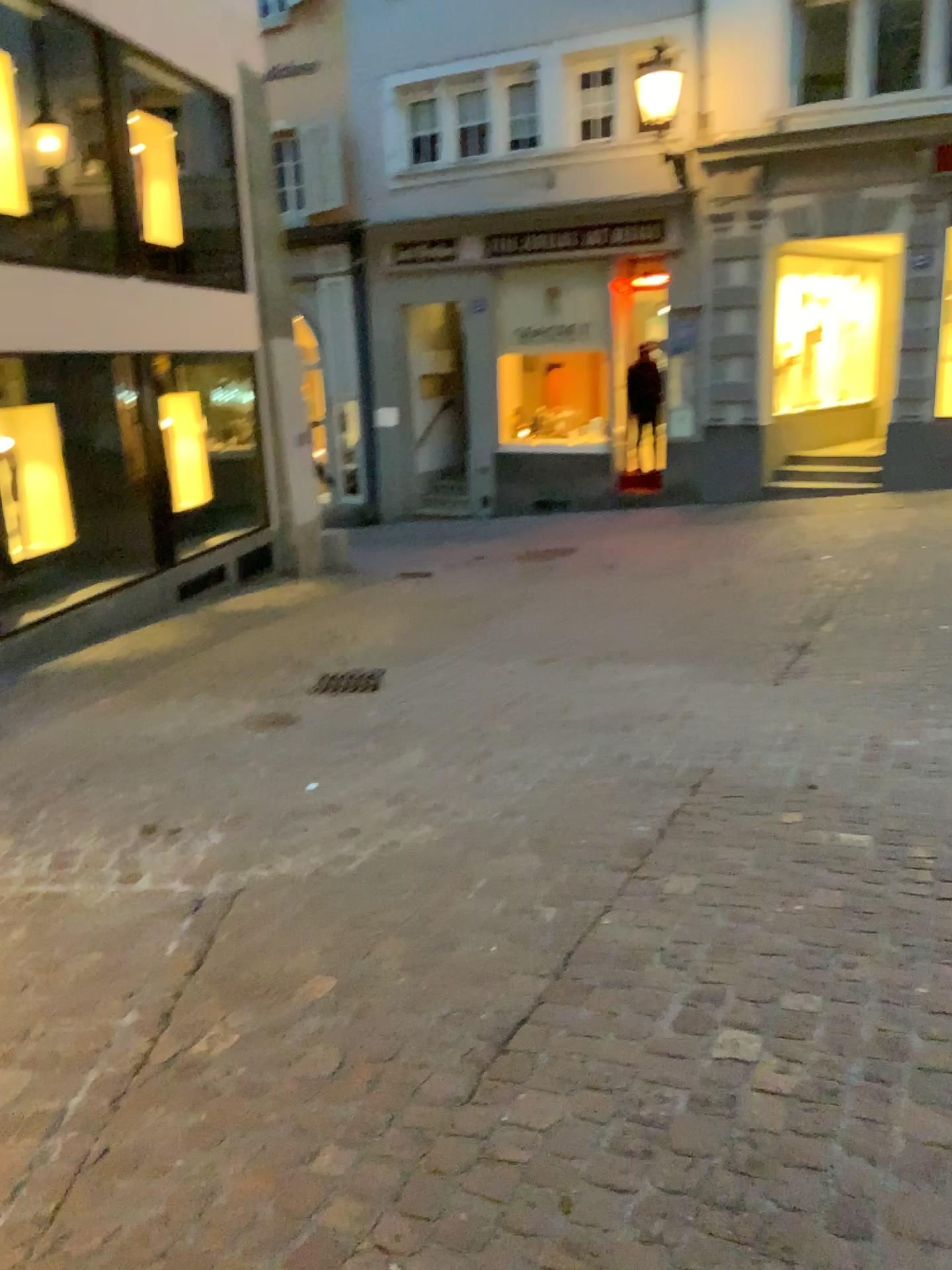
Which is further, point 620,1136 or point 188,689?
point 188,689
